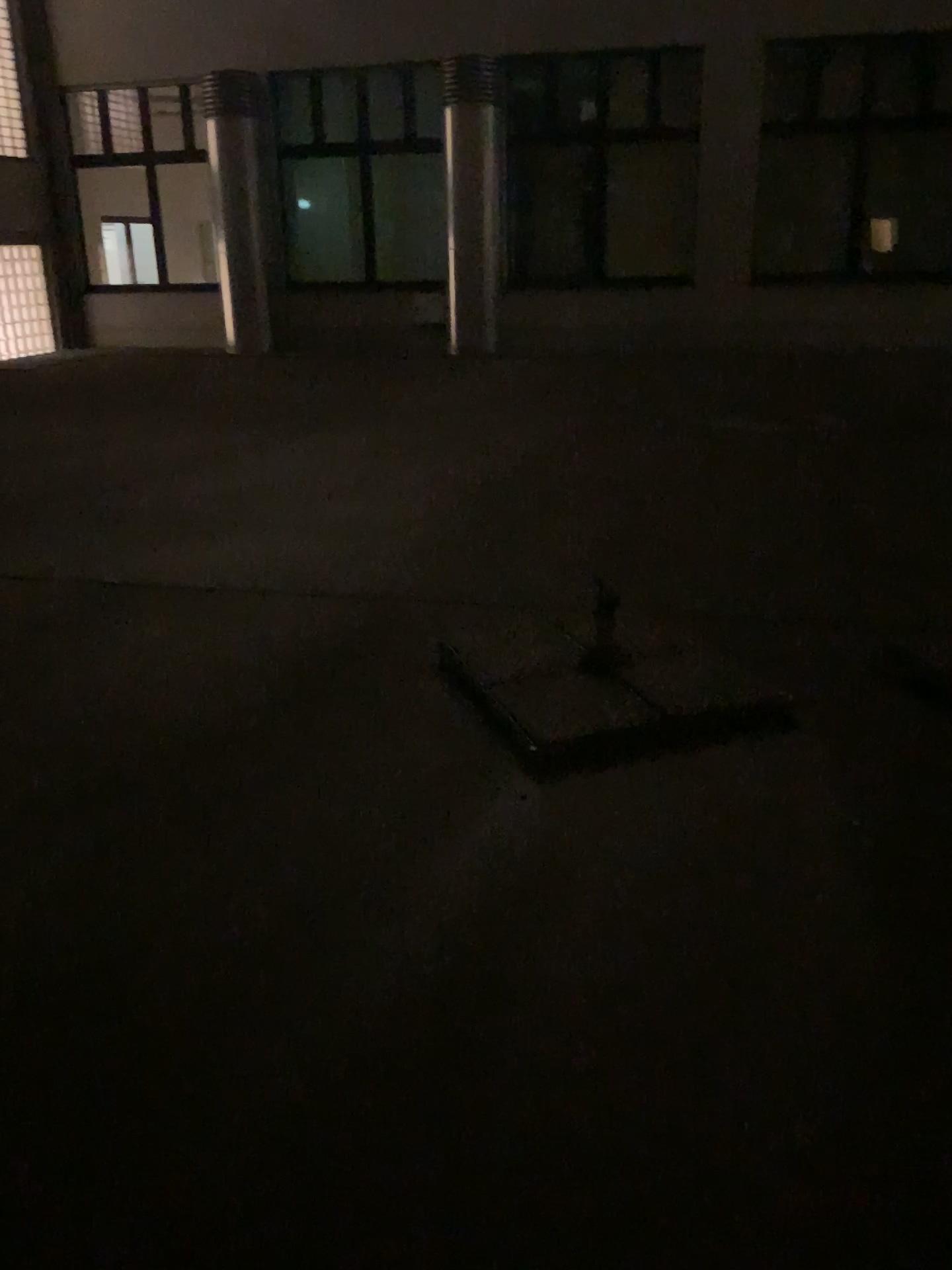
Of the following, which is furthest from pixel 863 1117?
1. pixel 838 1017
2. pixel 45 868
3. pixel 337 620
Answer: pixel 337 620
